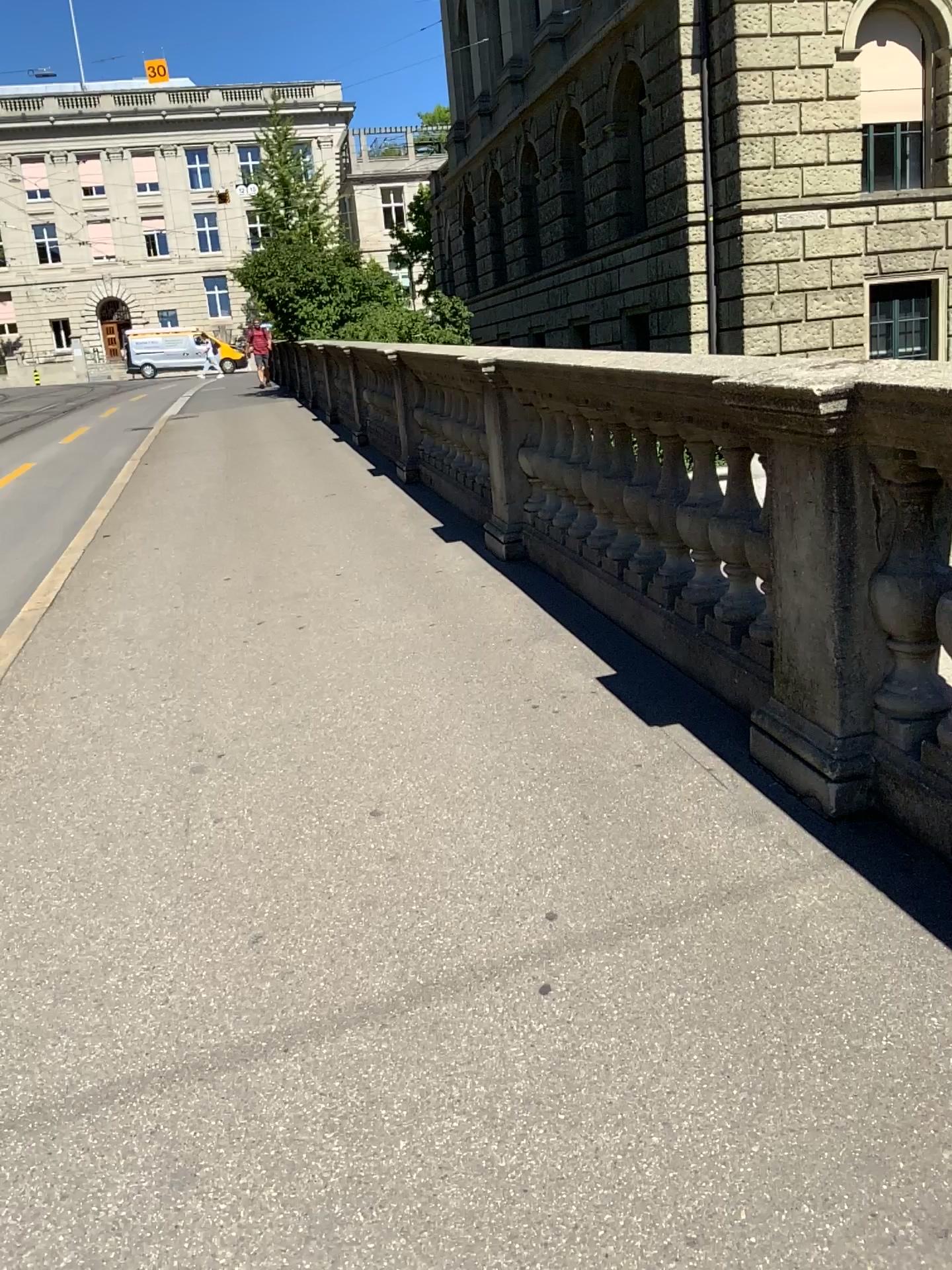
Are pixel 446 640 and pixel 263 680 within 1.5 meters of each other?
yes
